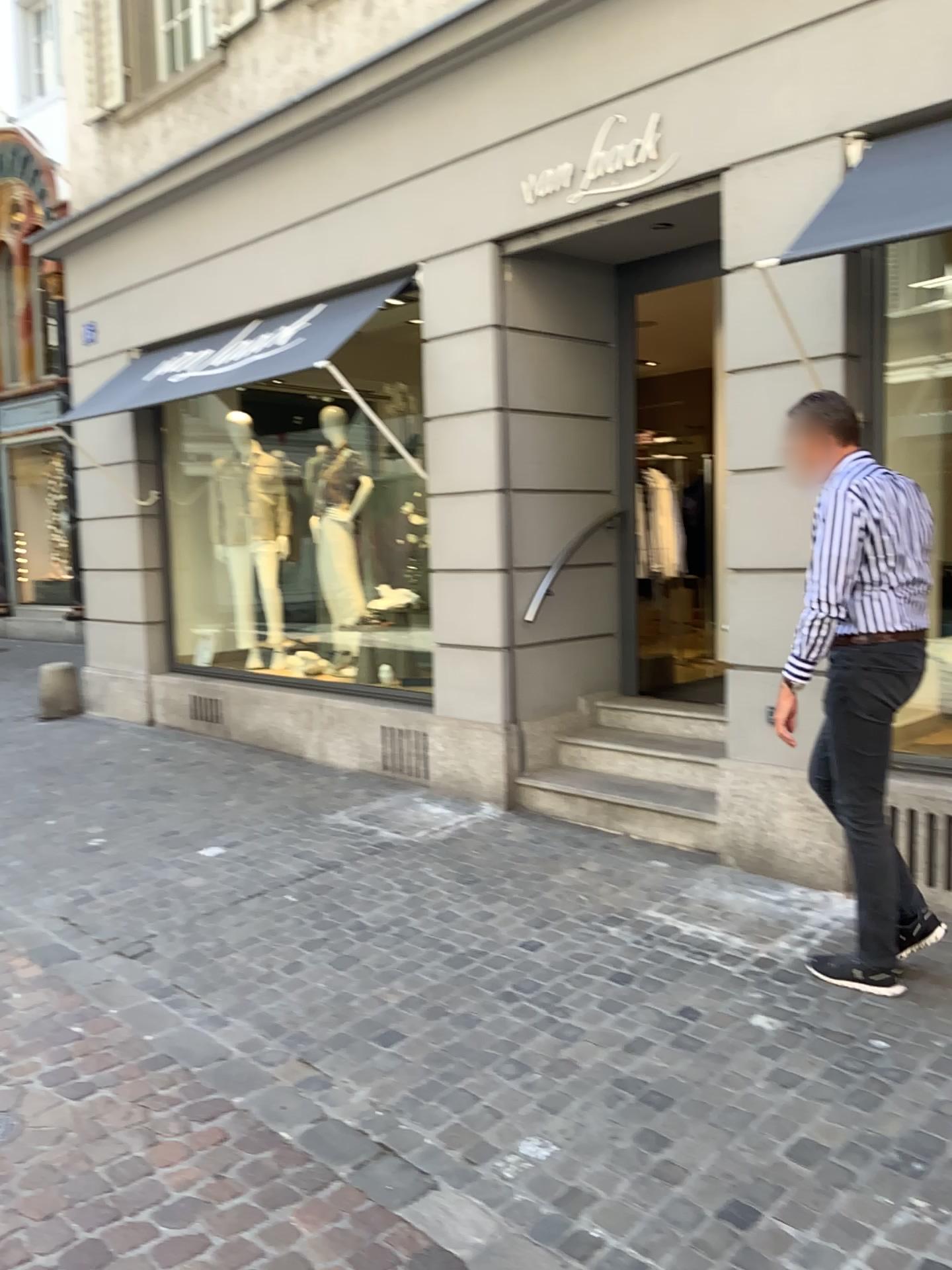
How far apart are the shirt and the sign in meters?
2.0 m

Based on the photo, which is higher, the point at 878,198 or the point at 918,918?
the point at 878,198

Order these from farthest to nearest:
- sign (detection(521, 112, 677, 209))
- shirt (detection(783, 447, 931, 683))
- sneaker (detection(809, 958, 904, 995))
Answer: sign (detection(521, 112, 677, 209)) → sneaker (detection(809, 958, 904, 995)) → shirt (detection(783, 447, 931, 683))

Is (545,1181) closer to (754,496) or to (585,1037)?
(585,1037)

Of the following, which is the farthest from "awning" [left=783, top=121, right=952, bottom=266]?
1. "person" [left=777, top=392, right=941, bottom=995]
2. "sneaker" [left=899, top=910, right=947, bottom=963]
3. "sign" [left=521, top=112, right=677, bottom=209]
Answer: "sneaker" [left=899, top=910, right=947, bottom=963]

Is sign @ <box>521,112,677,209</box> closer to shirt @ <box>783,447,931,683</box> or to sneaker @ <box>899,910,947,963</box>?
shirt @ <box>783,447,931,683</box>

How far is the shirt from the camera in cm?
310

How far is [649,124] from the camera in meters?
4.6 m

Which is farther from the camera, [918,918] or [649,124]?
[649,124]

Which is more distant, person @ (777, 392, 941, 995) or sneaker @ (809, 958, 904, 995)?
sneaker @ (809, 958, 904, 995)
